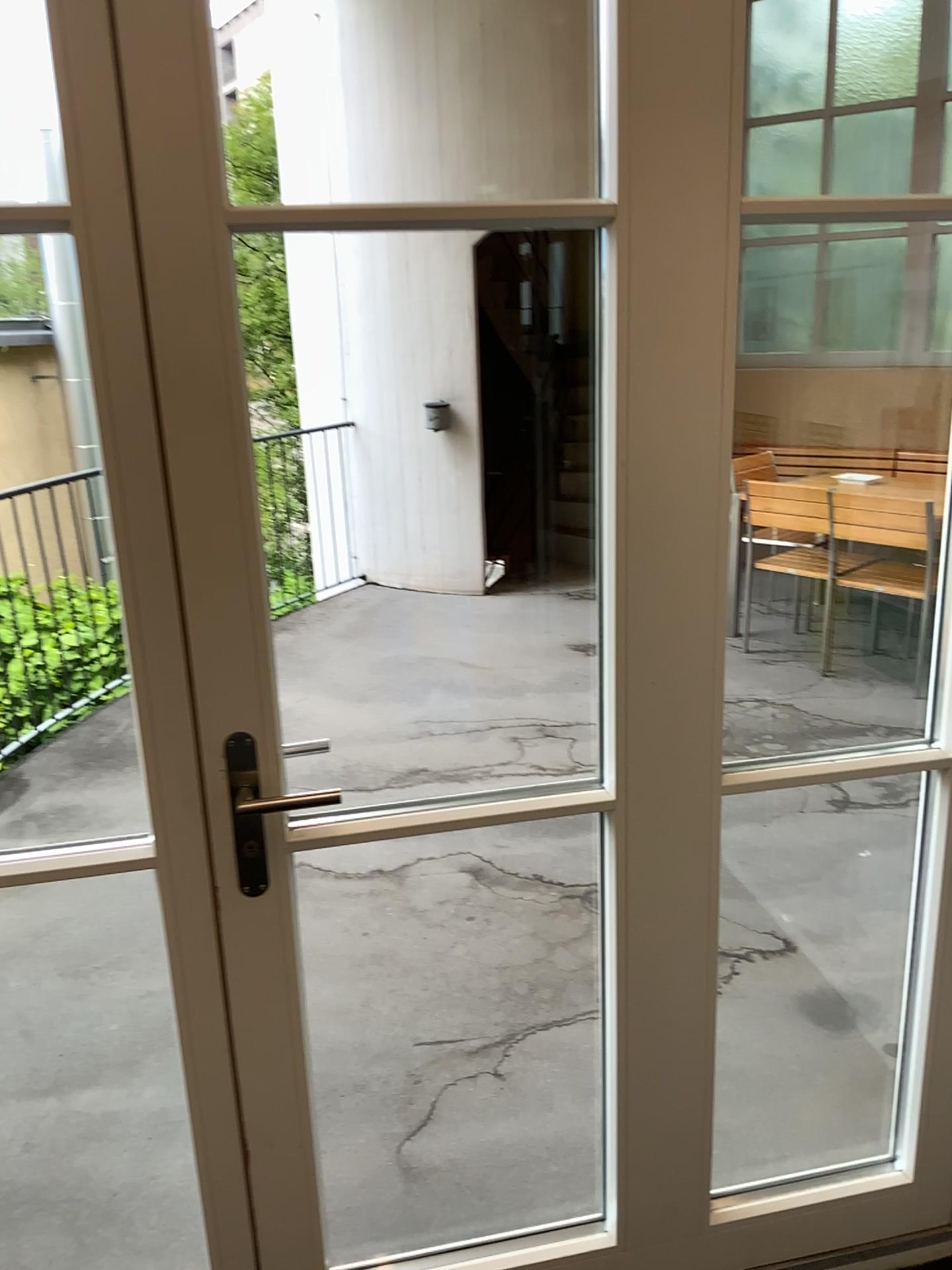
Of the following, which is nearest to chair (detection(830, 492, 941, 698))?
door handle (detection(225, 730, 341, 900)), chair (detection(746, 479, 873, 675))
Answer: chair (detection(746, 479, 873, 675))

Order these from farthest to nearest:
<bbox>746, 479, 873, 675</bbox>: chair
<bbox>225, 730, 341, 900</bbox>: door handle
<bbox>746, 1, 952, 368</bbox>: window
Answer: <bbox>746, 479, 873, 675</bbox>: chair, <bbox>746, 1, 952, 368</bbox>: window, <bbox>225, 730, 341, 900</bbox>: door handle

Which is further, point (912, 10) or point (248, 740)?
point (912, 10)

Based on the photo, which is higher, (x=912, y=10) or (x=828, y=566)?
(x=912, y=10)

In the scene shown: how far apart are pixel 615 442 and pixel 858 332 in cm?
109

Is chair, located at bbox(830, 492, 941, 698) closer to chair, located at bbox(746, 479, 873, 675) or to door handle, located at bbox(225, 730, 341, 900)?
chair, located at bbox(746, 479, 873, 675)

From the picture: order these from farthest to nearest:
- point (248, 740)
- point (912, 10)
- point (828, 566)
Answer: point (828, 566) → point (912, 10) → point (248, 740)

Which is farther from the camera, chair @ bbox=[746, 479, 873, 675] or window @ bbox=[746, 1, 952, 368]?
chair @ bbox=[746, 479, 873, 675]

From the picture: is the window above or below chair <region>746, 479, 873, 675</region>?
above
